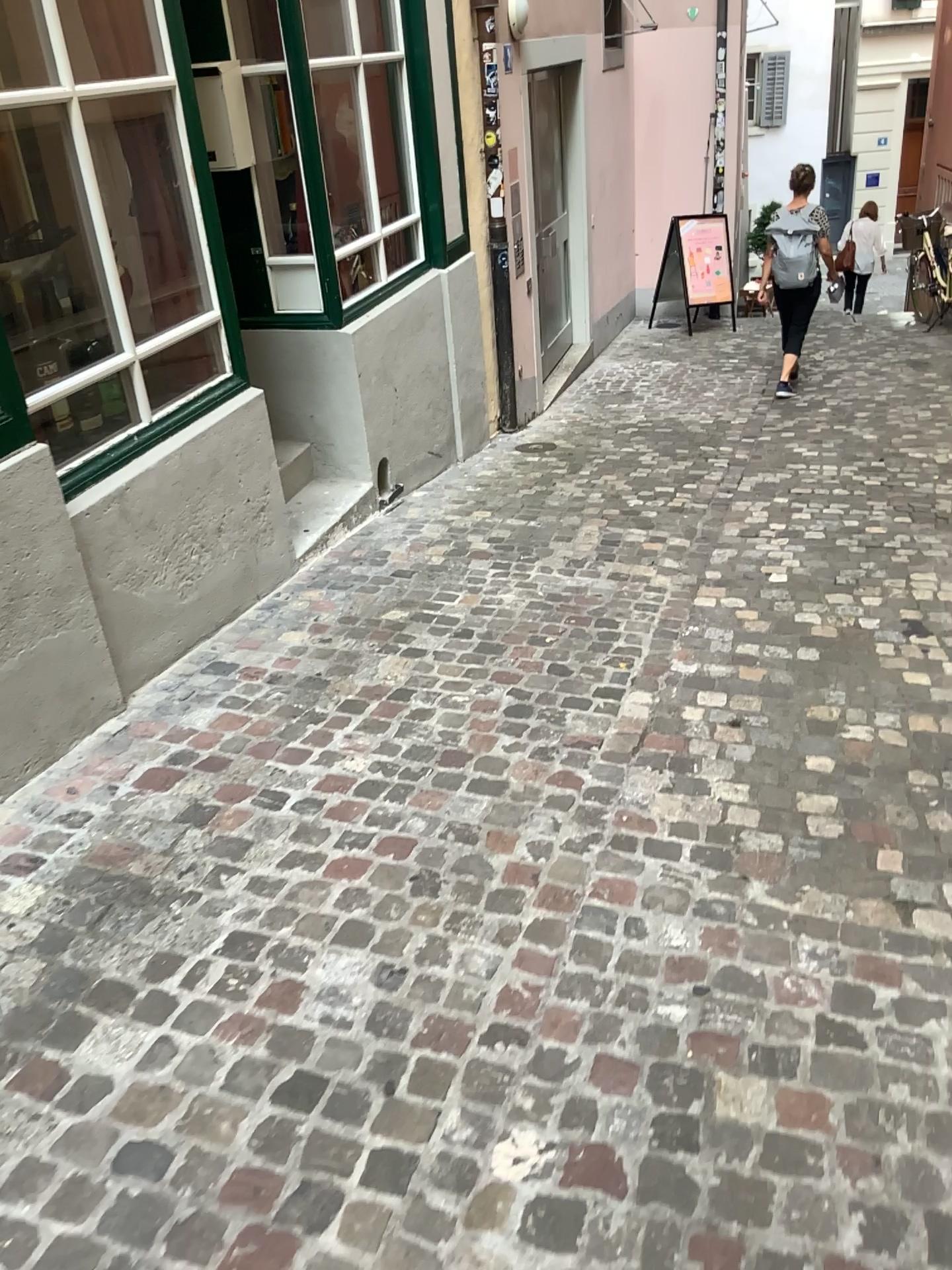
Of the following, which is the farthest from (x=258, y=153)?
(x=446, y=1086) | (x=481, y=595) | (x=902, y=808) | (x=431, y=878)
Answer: (x=446, y=1086)
